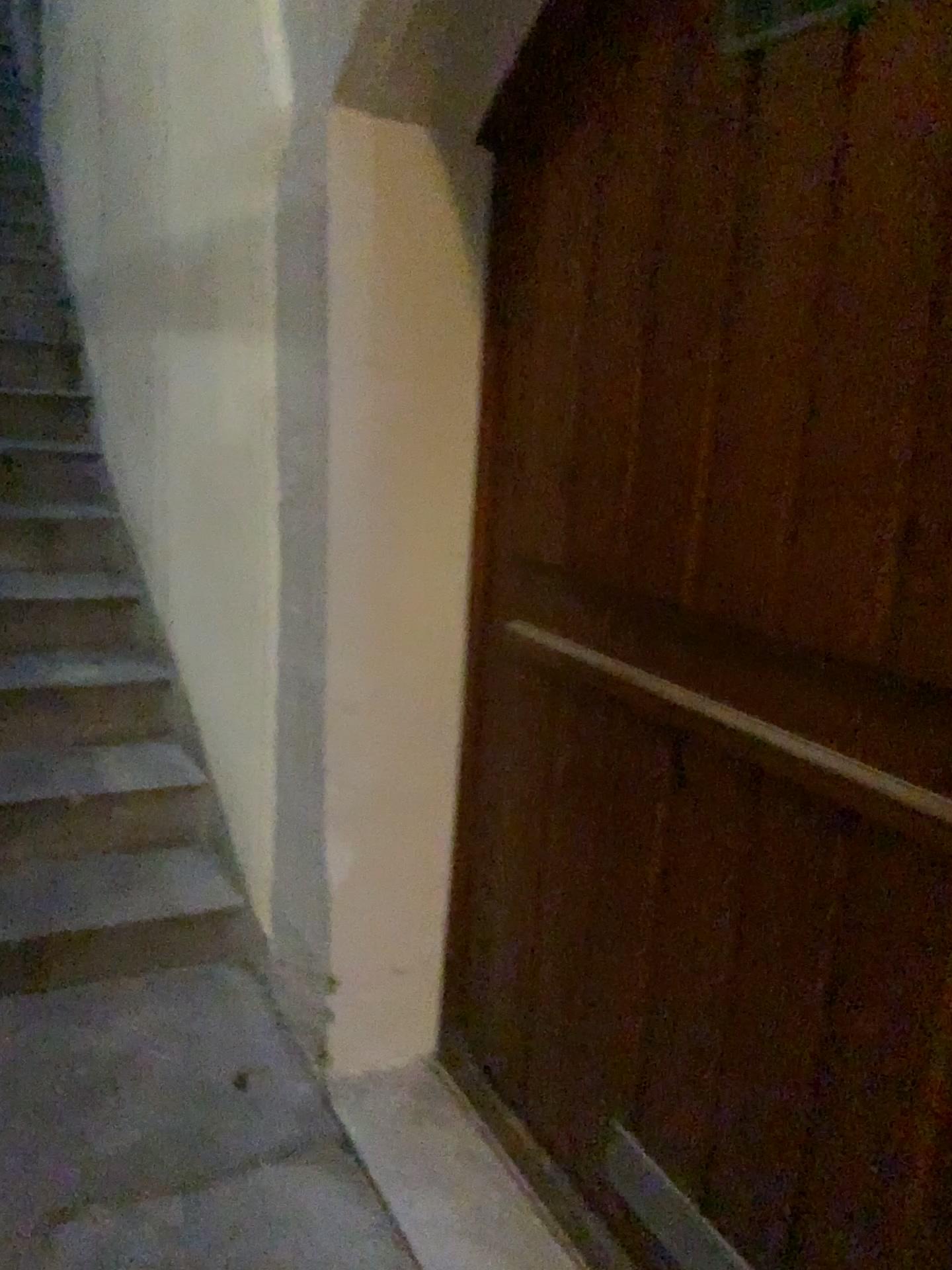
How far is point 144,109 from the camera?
2.8m

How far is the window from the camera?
1.1m

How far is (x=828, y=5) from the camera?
1.1 meters
